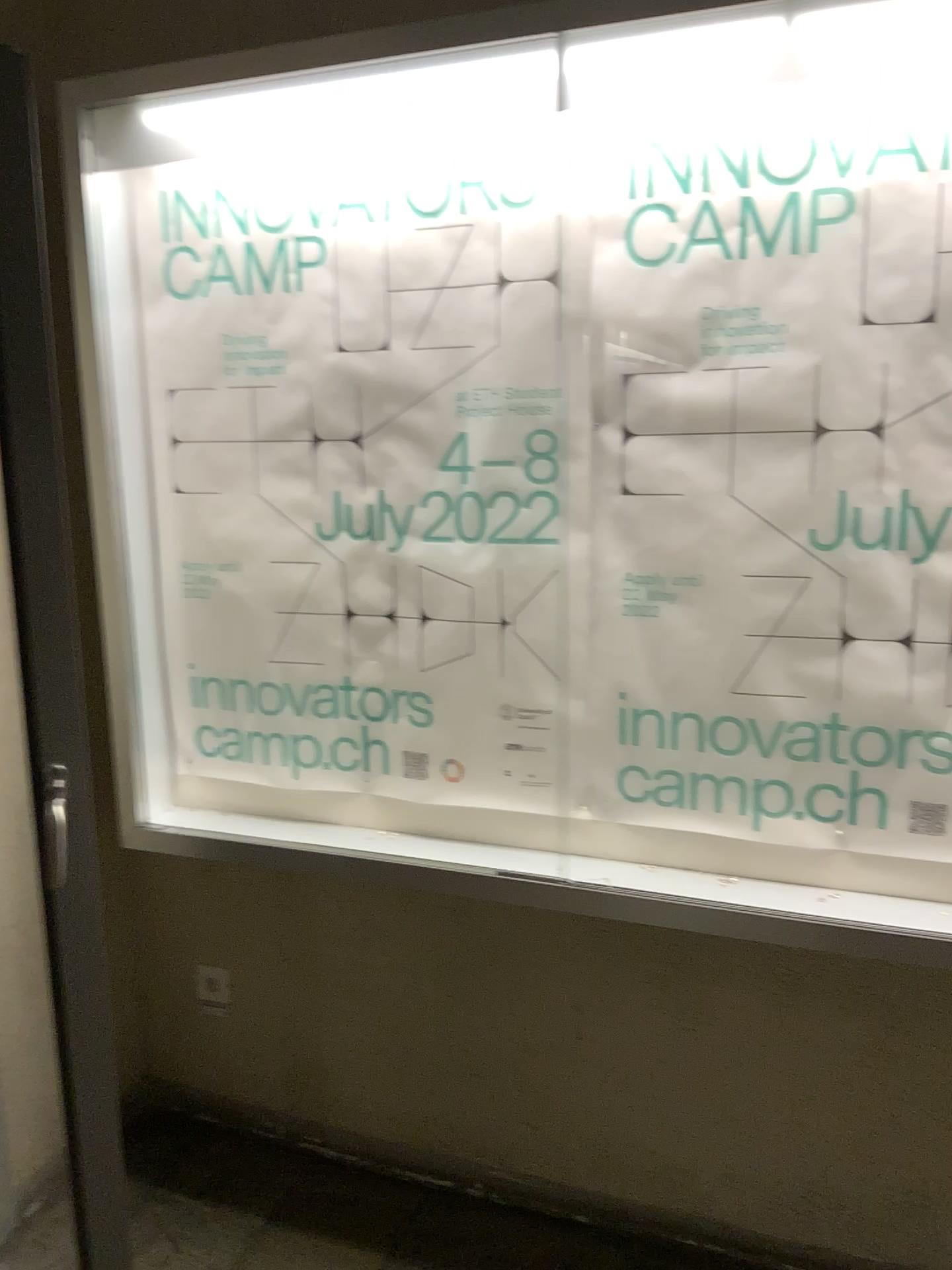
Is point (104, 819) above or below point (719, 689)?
below

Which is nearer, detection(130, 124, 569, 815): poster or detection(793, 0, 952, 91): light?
detection(793, 0, 952, 91): light

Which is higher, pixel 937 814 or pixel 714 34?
pixel 714 34

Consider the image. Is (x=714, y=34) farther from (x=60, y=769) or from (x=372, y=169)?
(x=60, y=769)

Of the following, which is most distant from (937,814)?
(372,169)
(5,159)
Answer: (5,159)

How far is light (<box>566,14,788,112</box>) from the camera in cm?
152

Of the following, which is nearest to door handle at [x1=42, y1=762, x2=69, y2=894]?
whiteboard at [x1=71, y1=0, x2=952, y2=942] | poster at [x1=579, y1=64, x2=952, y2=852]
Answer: whiteboard at [x1=71, y1=0, x2=952, y2=942]

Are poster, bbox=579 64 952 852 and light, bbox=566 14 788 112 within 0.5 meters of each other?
yes

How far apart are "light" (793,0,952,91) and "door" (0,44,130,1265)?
1.15m

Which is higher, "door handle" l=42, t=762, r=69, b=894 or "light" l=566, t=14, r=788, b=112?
"light" l=566, t=14, r=788, b=112
